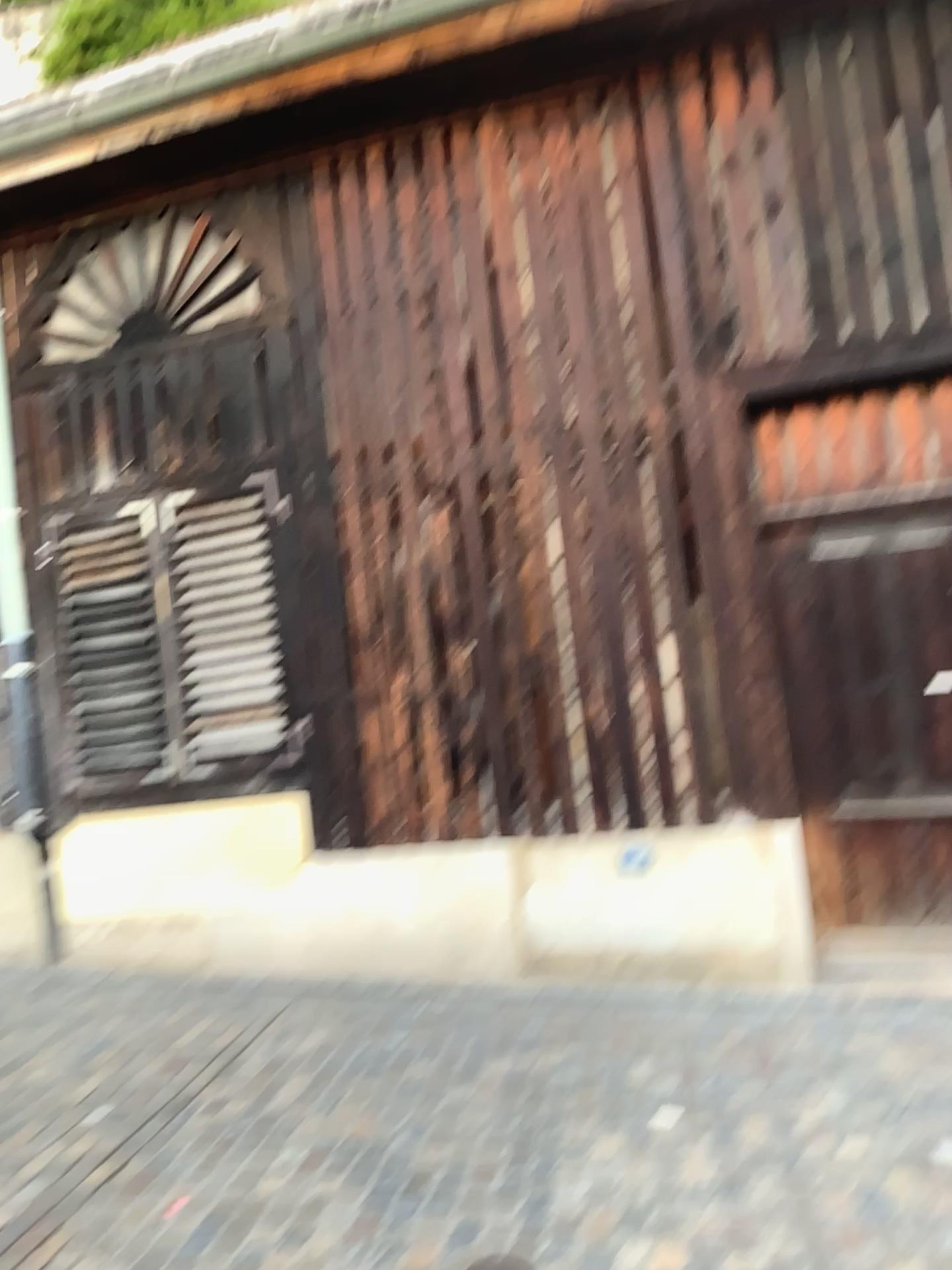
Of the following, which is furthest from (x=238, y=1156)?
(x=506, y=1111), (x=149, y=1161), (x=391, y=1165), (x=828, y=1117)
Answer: (x=828, y=1117)
